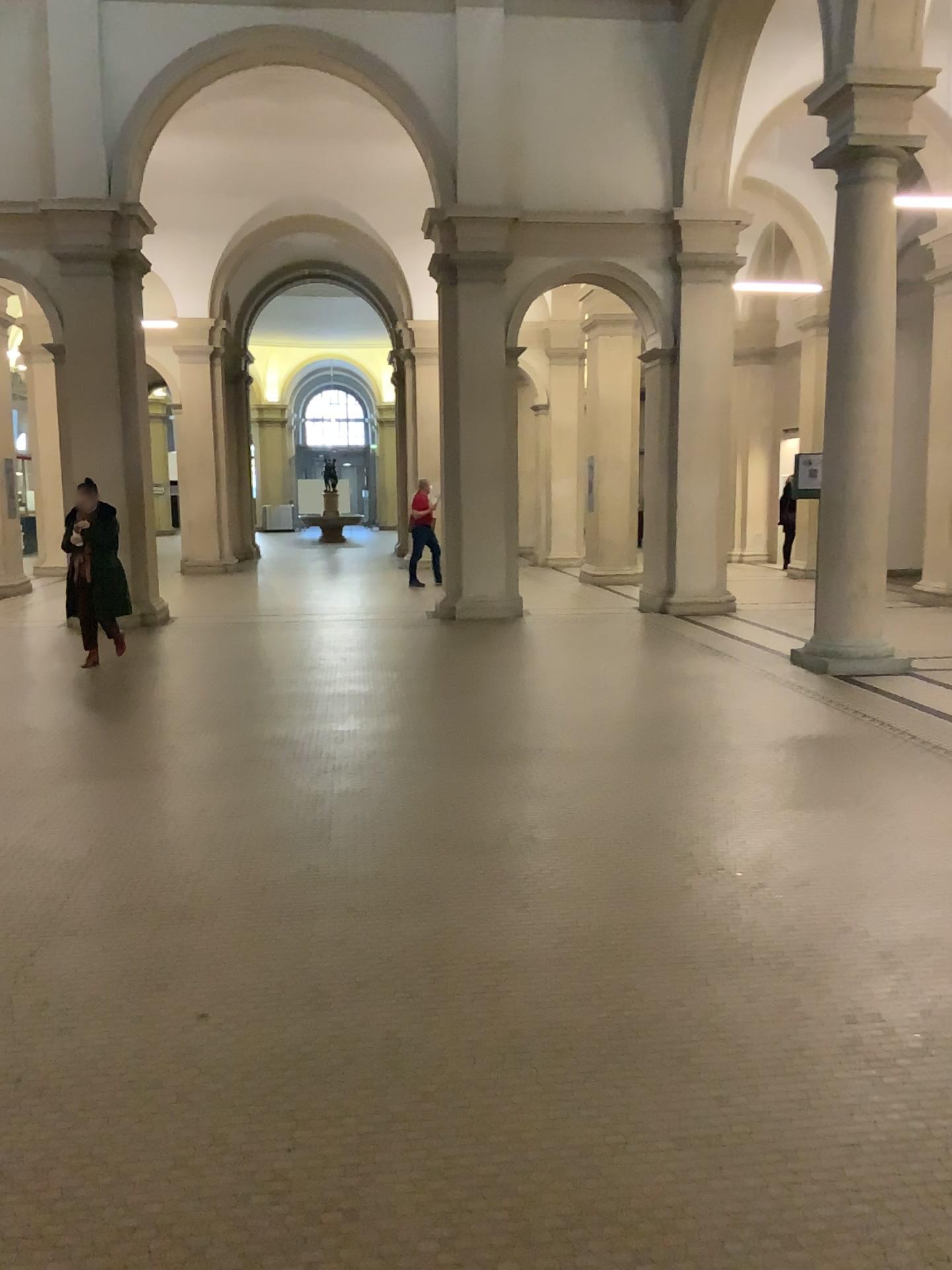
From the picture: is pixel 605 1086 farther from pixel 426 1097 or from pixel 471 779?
pixel 471 779
